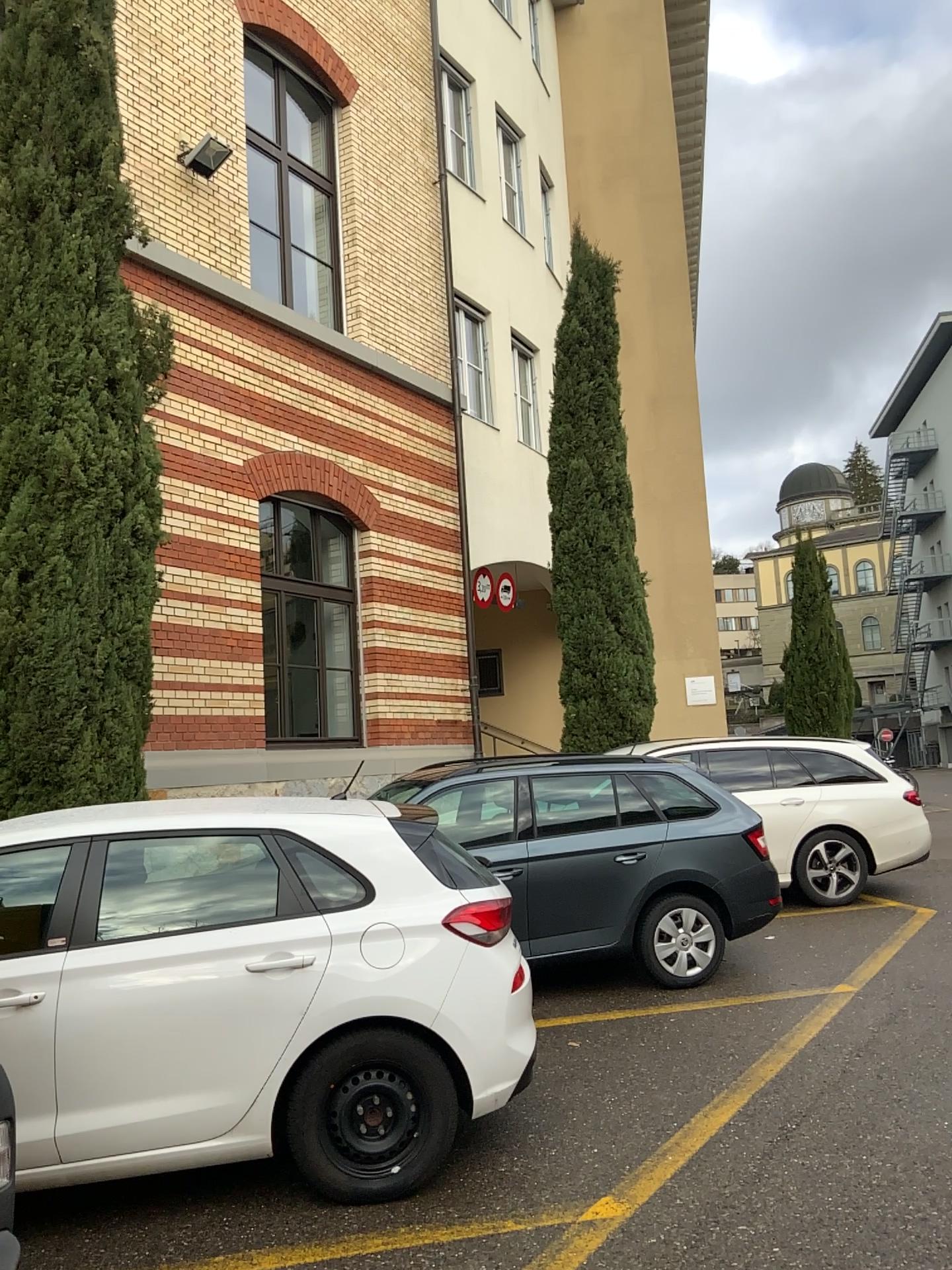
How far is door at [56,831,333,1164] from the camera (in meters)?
3.66

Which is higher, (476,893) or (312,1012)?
(476,893)

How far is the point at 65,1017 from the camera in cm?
366
